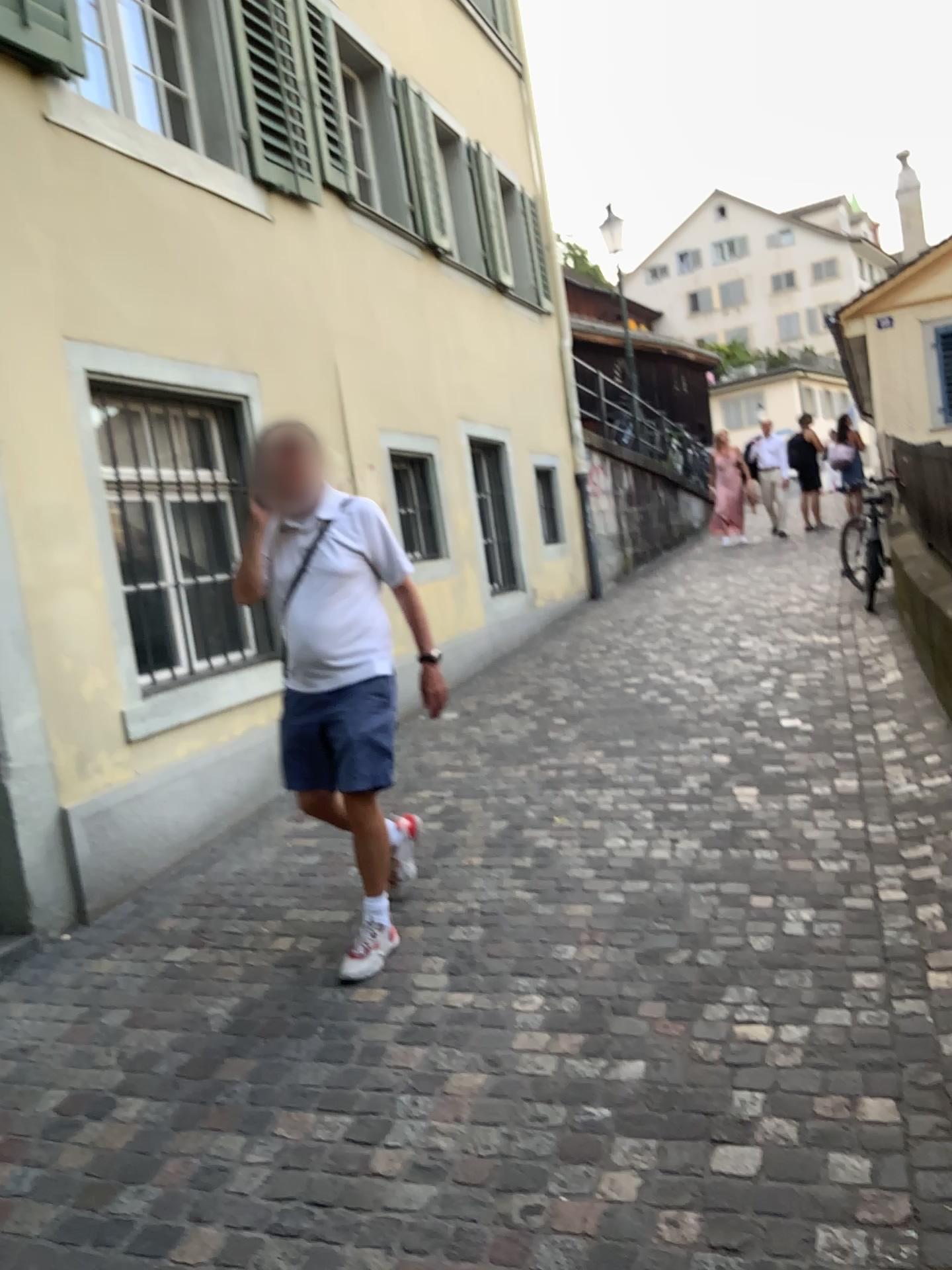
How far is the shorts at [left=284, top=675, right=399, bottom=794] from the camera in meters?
3.3

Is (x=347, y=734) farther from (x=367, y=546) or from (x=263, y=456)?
(x=263, y=456)

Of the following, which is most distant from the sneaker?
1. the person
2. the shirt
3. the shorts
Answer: the shirt

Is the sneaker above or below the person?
below

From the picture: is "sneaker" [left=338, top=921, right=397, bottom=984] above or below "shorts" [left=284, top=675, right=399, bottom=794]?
below

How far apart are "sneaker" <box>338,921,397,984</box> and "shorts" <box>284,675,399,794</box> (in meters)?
0.49

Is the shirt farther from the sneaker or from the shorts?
the sneaker

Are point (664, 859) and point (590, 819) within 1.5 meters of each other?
yes

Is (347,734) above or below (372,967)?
above

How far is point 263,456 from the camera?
3.3m
